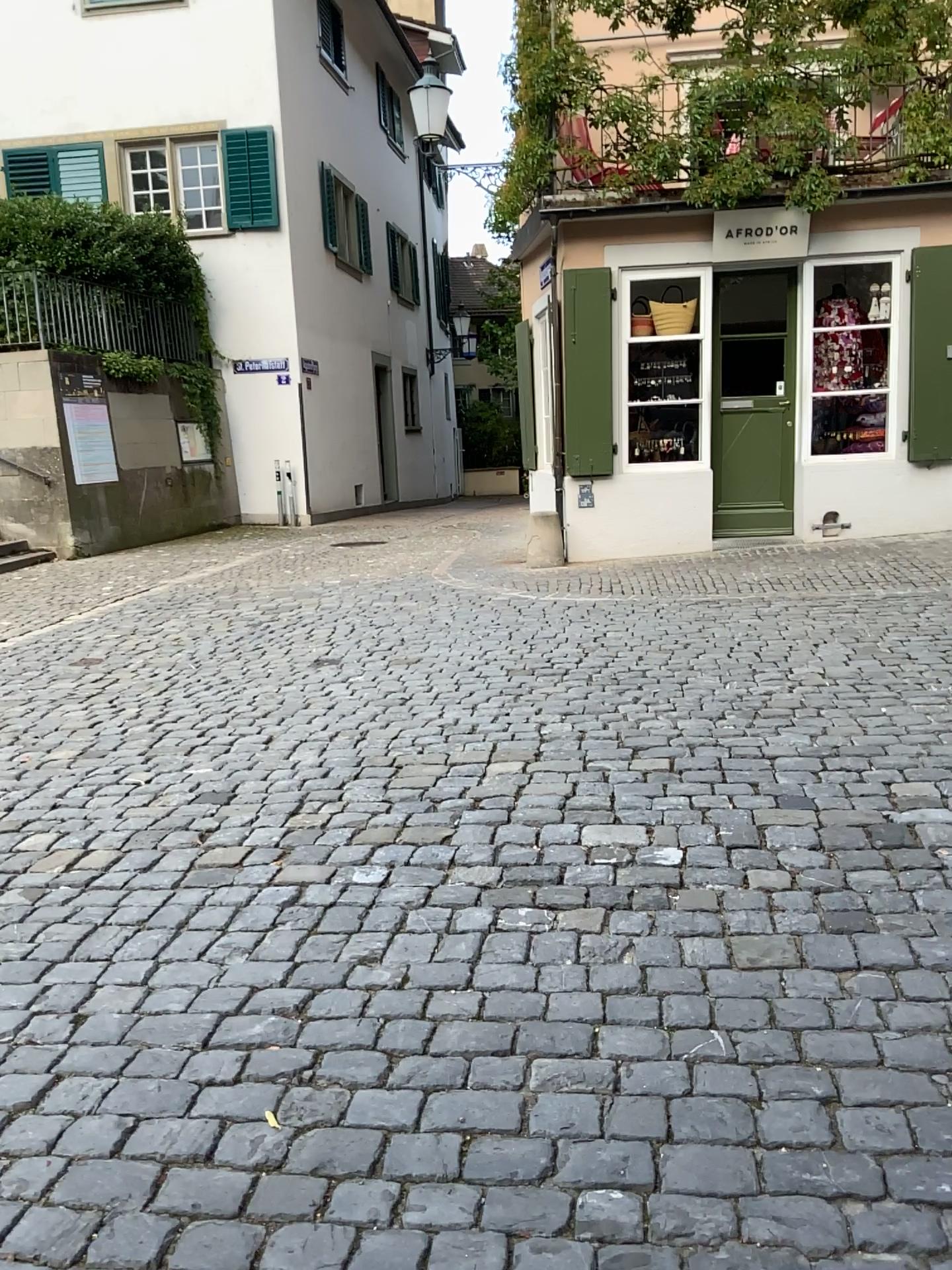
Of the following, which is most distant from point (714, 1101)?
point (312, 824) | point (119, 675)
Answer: point (119, 675)
